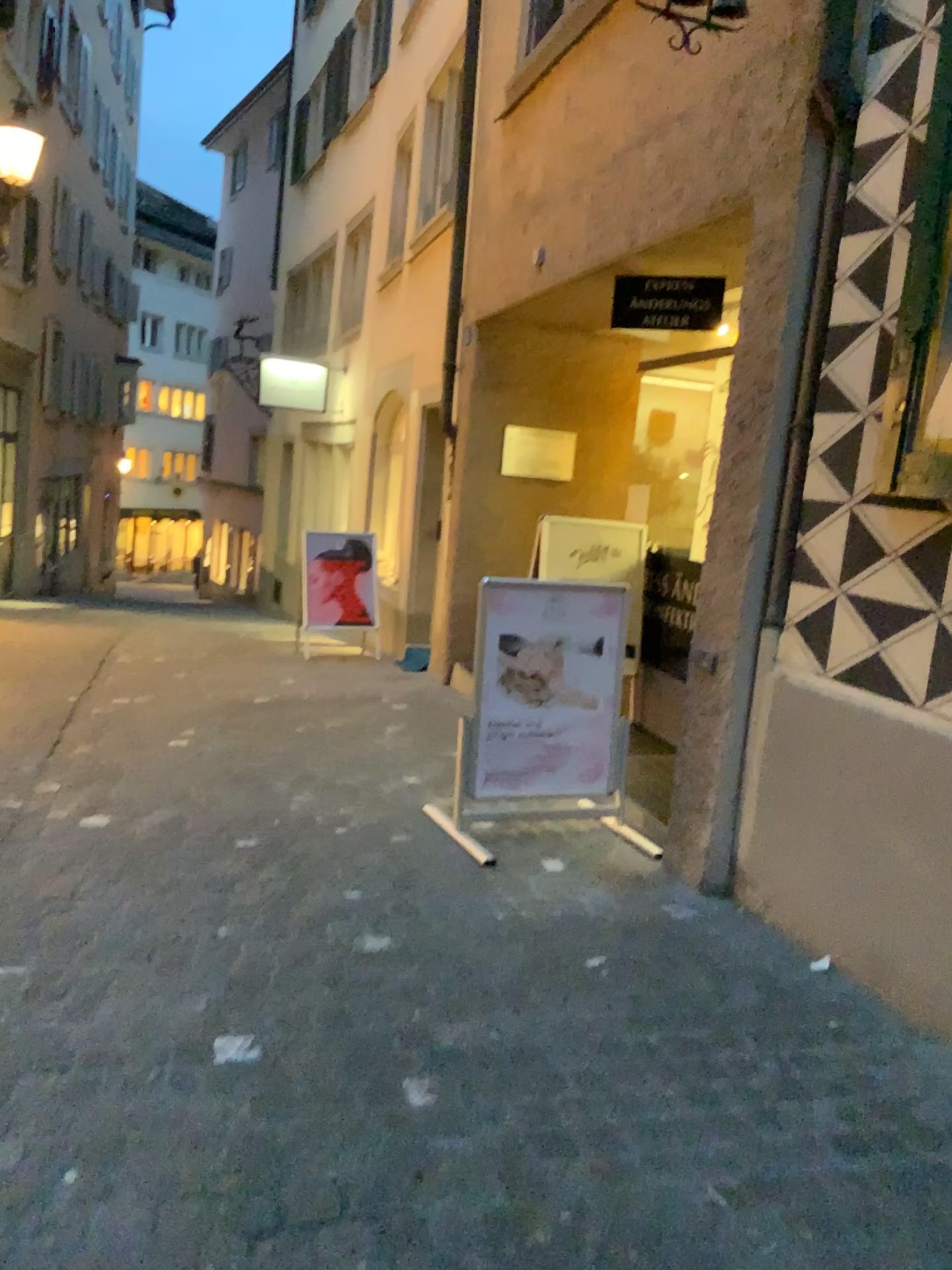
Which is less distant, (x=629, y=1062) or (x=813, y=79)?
(x=629, y=1062)

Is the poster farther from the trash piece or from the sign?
the trash piece

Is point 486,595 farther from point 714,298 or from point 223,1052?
point 223,1052

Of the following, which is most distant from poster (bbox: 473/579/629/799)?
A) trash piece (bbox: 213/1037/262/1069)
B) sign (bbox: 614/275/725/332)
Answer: trash piece (bbox: 213/1037/262/1069)

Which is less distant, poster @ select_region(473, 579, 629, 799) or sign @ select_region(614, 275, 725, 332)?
poster @ select_region(473, 579, 629, 799)

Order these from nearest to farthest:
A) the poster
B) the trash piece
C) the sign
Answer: the trash piece < the poster < the sign

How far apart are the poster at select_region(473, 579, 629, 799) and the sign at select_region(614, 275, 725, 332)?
1.5 meters

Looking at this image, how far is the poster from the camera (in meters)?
4.11

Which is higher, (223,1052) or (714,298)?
(714,298)

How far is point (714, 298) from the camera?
4.6 meters
